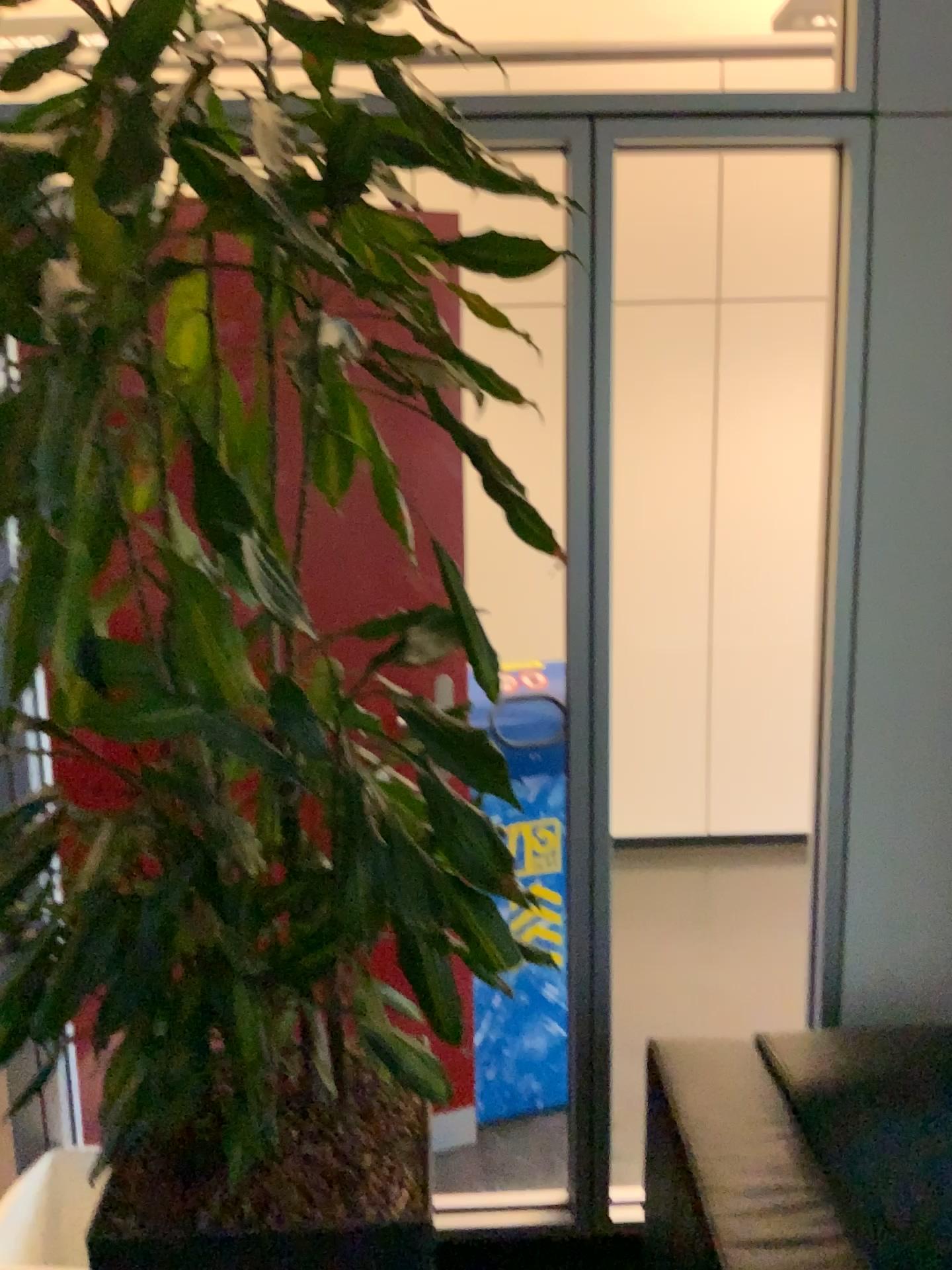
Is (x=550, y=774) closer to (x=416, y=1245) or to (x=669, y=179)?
(x=416, y=1245)

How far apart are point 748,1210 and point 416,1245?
0.5m

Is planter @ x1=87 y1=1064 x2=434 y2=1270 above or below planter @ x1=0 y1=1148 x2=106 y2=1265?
above

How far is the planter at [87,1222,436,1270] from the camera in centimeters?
119cm

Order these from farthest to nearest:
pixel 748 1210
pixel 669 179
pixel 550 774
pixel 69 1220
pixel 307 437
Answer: pixel 669 179, pixel 550 774, pixel 69 1220, pixel 748 1210, pixel 307 437

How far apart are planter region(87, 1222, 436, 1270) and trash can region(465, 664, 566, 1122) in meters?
1.3 m

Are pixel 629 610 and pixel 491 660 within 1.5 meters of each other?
no

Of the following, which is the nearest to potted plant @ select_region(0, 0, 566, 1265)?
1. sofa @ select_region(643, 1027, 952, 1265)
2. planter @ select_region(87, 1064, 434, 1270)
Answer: planter @ select_region(87, 1064, 434, 1270)

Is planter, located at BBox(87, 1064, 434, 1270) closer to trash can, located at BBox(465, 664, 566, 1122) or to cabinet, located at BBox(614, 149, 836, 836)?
trash can, located at BBox(465, 664, 566, 1122)

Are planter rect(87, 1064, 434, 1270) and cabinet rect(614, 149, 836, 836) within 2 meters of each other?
no
